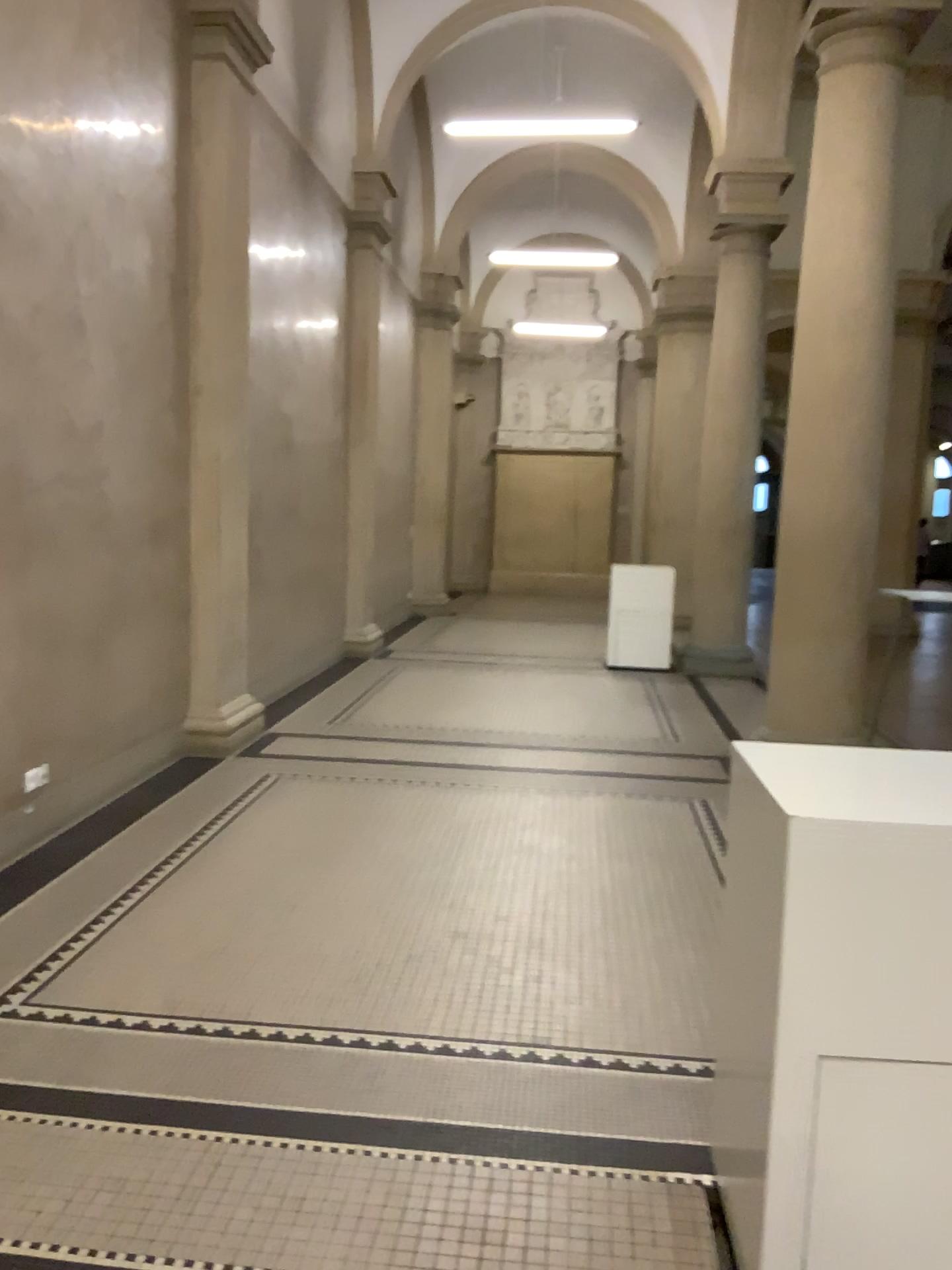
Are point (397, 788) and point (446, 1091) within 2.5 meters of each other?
no
